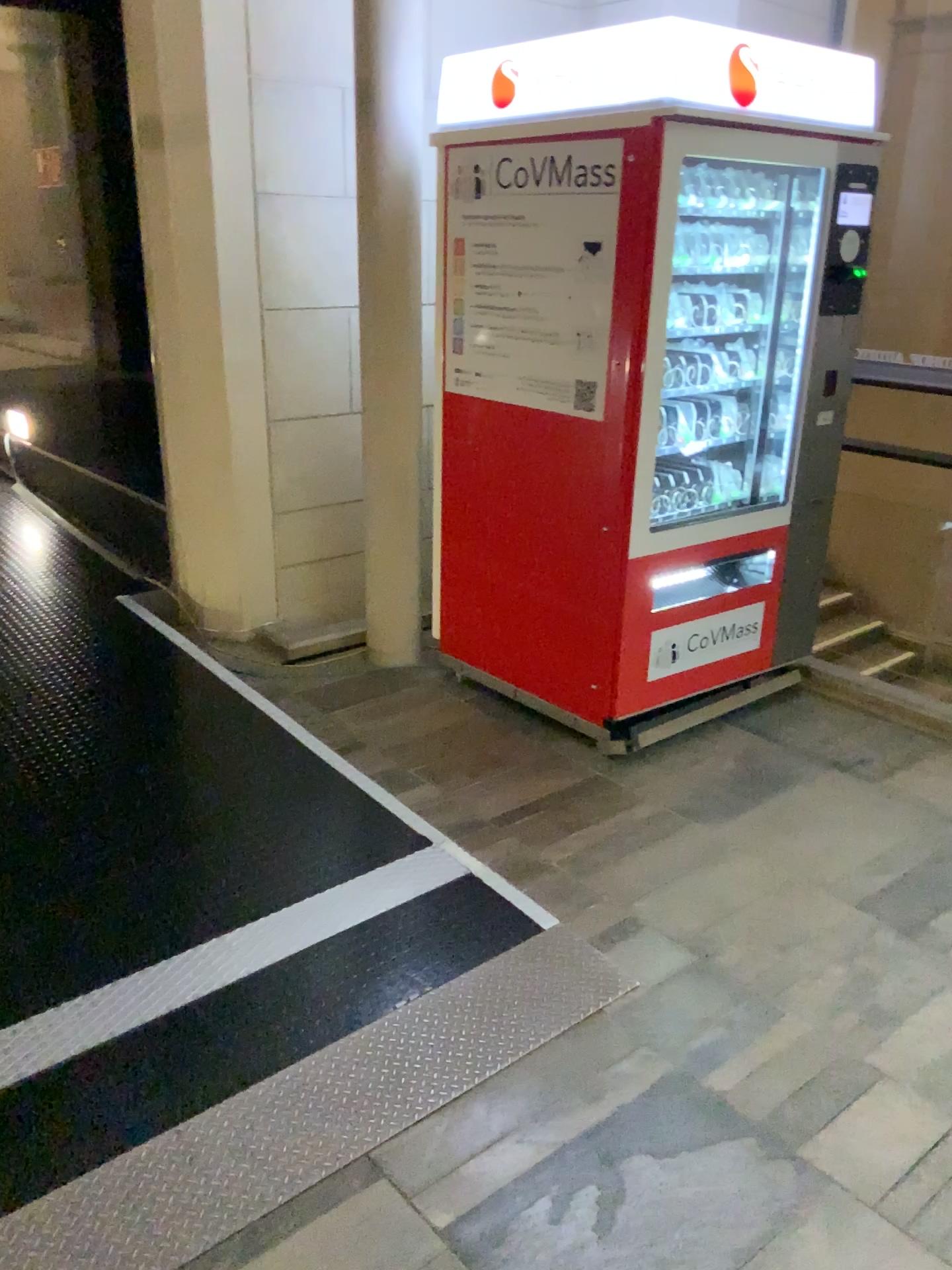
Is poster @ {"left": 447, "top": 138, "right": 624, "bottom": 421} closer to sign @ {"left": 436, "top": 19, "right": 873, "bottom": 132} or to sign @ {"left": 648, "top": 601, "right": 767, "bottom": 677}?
sign @ {"left": 436, "top": 19, "right": 873, "bottom": 132}

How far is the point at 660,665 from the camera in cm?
339

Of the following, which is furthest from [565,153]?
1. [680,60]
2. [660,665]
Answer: [660,665]

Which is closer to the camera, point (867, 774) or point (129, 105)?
point (867, 774)

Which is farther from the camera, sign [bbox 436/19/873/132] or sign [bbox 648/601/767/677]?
sign [bbox 648/601/767/677]

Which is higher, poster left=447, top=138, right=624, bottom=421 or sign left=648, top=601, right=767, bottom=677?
poster left=447, top=138, right=624, bottom=421

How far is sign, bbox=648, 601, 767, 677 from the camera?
3.39m

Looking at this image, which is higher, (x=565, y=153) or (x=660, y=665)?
(x=565, y=153)

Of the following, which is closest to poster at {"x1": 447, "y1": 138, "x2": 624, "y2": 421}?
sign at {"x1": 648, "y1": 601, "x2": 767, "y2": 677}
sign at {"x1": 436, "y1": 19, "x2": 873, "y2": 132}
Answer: sign at {"x1": 436, "y1": 19, "x2": 873, "y2": 132}
